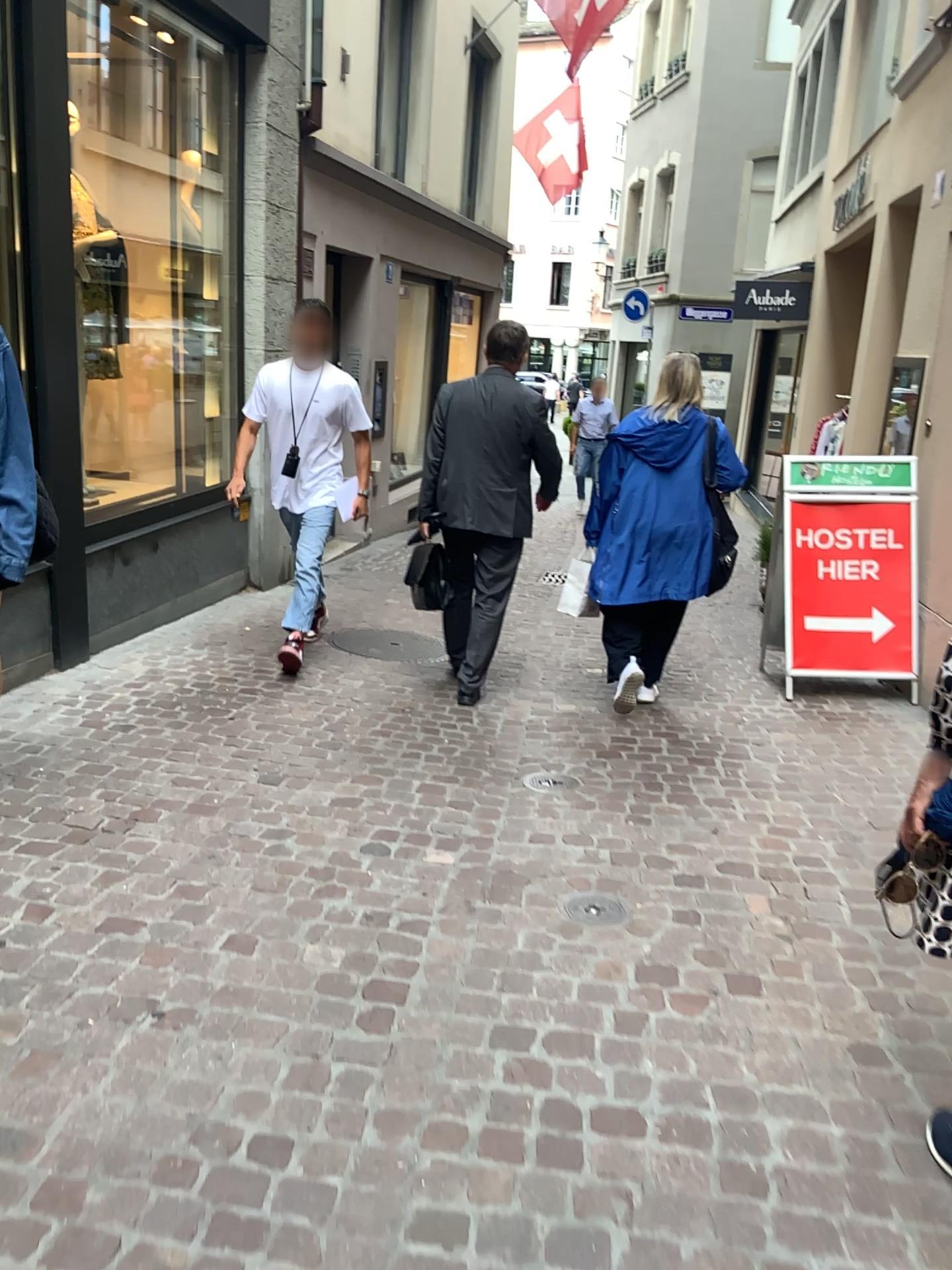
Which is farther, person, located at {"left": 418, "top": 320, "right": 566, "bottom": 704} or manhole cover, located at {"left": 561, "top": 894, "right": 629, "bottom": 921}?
person, located at {"left": 418, "top": 320, "right": 566, "bottom": 704}

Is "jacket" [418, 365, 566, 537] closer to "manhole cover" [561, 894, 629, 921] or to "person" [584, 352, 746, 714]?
"person" [584, 352, 746, 714]

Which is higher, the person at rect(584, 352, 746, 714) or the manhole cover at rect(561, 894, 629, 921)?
the person at rect(584, 352, 746, 714)

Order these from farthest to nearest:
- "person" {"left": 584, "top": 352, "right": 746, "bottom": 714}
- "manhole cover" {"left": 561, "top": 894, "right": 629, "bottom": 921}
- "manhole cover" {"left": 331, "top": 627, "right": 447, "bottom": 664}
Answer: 1. "manhole cover" {"left": 331, "top": 627, "right": 447, "bottom": 664}
2. "person" {"left": 584, "top": 352, "right": 746, "bottom": 714}
3. "manhole cover" {"left": 561, "top": 894, "right": 629, "bottom": 921}

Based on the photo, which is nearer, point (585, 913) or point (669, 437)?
point (585, 913)

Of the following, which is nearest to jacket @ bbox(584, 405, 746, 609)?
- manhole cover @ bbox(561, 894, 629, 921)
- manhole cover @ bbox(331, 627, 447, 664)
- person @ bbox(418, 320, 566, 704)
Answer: person @ bbox(418, 320, 566, 704)

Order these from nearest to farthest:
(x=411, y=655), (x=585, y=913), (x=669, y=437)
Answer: (x=585, y=913) → (x=669, y=437) → (x=411, y=655)

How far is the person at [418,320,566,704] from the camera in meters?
4.5 m

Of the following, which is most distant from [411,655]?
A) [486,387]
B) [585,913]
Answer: [585,913]

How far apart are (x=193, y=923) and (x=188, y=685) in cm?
204
